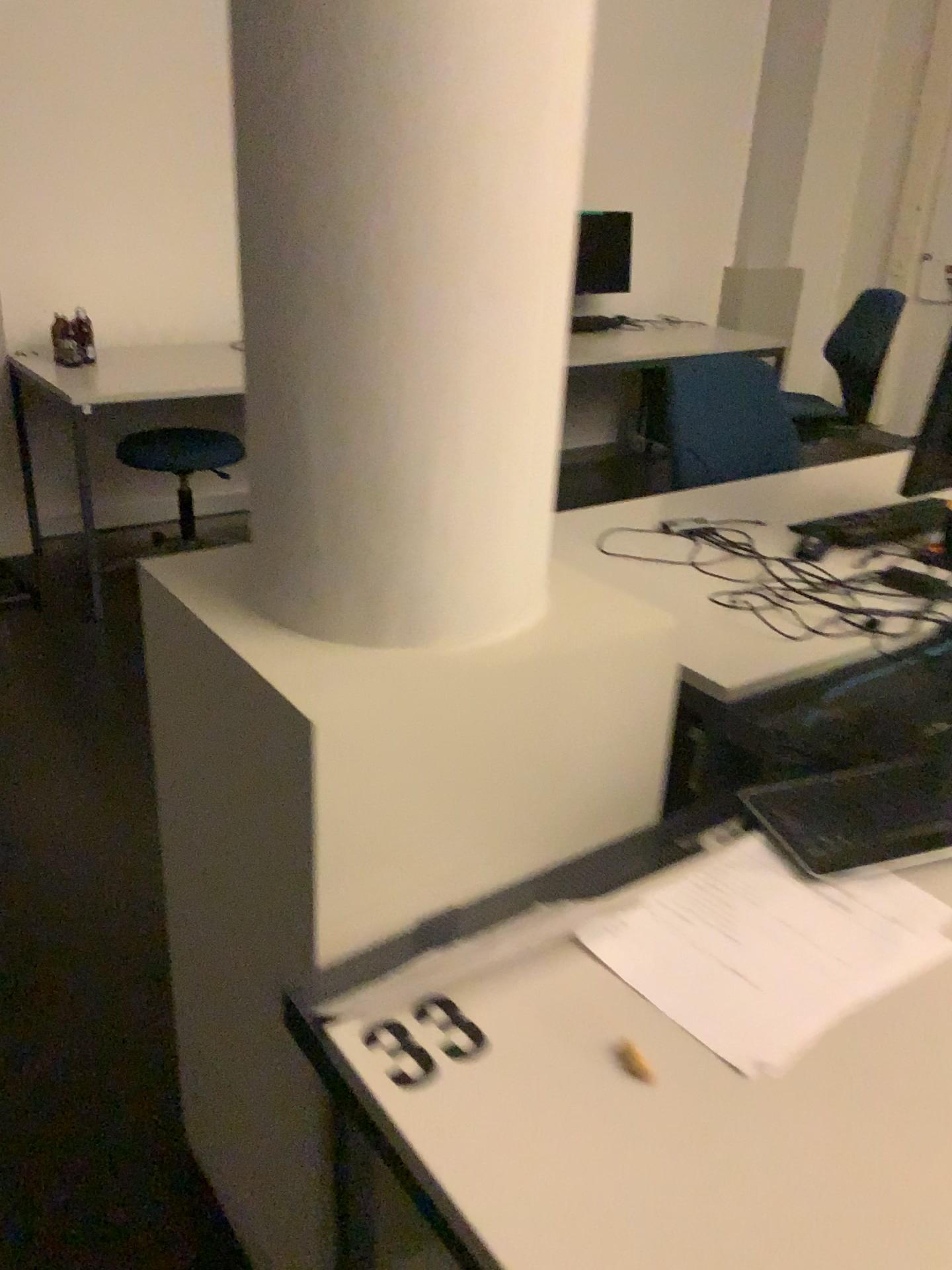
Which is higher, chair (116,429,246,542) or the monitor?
the monitor

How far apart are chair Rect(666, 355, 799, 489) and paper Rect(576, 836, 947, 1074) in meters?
1.5 m

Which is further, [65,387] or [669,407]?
[65,387]

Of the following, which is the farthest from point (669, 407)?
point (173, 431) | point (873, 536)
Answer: point (173, 431)

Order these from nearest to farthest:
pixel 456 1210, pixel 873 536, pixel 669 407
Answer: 1. pixel 456 1210
2. pixel 873 536
3. pixel 669 407

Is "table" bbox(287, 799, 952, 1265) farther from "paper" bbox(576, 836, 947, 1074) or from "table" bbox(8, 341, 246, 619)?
"table" bbox(8, 341, 246, 619)

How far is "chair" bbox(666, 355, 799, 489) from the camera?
2.59m

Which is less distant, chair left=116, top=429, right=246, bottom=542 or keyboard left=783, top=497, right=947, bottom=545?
keyboard left=783, top=497, right=947, bottom=545

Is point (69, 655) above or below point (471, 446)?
below

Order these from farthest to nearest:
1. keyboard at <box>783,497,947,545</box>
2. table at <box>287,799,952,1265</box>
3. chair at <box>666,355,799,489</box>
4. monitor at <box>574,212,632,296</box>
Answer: monitor at <box>574,212,632,296</box> → chair at <box>666,355,799,489</box> → keyboard at <box>783,497,947,545</box> → table at <box>287,799,952,1265</box>
